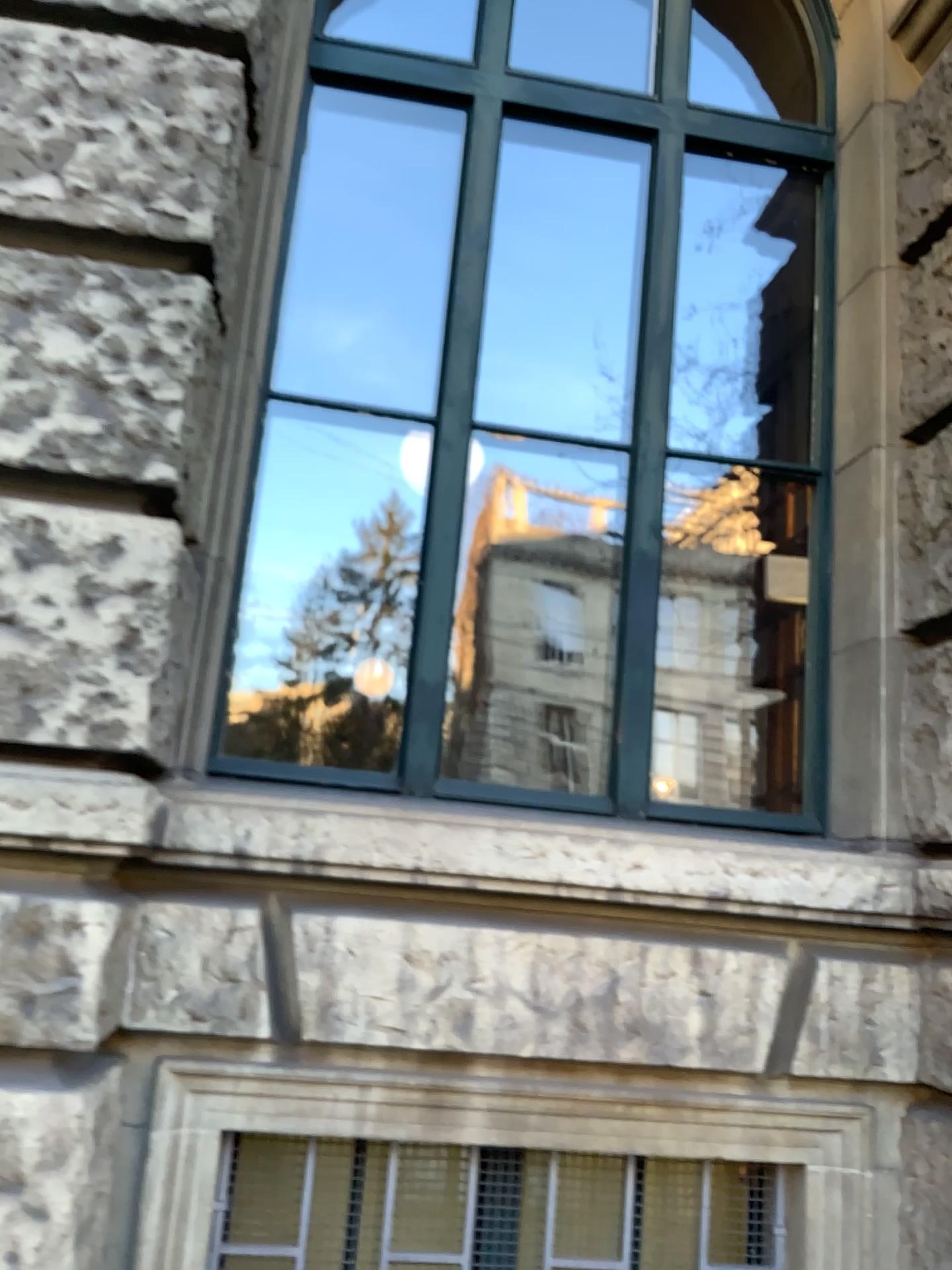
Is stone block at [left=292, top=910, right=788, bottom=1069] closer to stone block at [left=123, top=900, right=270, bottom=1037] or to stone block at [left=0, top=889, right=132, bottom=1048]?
stone block at [left=123, top=900, right=270, bottom=1037]

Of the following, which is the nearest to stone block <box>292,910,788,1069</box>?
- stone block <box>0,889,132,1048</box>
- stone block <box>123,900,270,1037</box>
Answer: stone block <box>123,900,270,1037</box>

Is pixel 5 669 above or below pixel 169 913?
above

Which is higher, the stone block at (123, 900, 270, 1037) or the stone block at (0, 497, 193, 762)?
the stone block at (0, 497, 193, 762)

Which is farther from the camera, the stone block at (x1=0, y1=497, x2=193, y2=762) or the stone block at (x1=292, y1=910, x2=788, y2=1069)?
the stone block at (x1=292, y1=910, x2=788, y2=1069)

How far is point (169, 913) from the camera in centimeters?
212cm

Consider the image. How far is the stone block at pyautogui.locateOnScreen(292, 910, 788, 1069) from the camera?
2.2m

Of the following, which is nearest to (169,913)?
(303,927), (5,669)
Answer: (303,927)

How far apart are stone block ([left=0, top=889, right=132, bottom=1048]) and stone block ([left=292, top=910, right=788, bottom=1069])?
0.4m

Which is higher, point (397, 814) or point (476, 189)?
point (476, 189)
